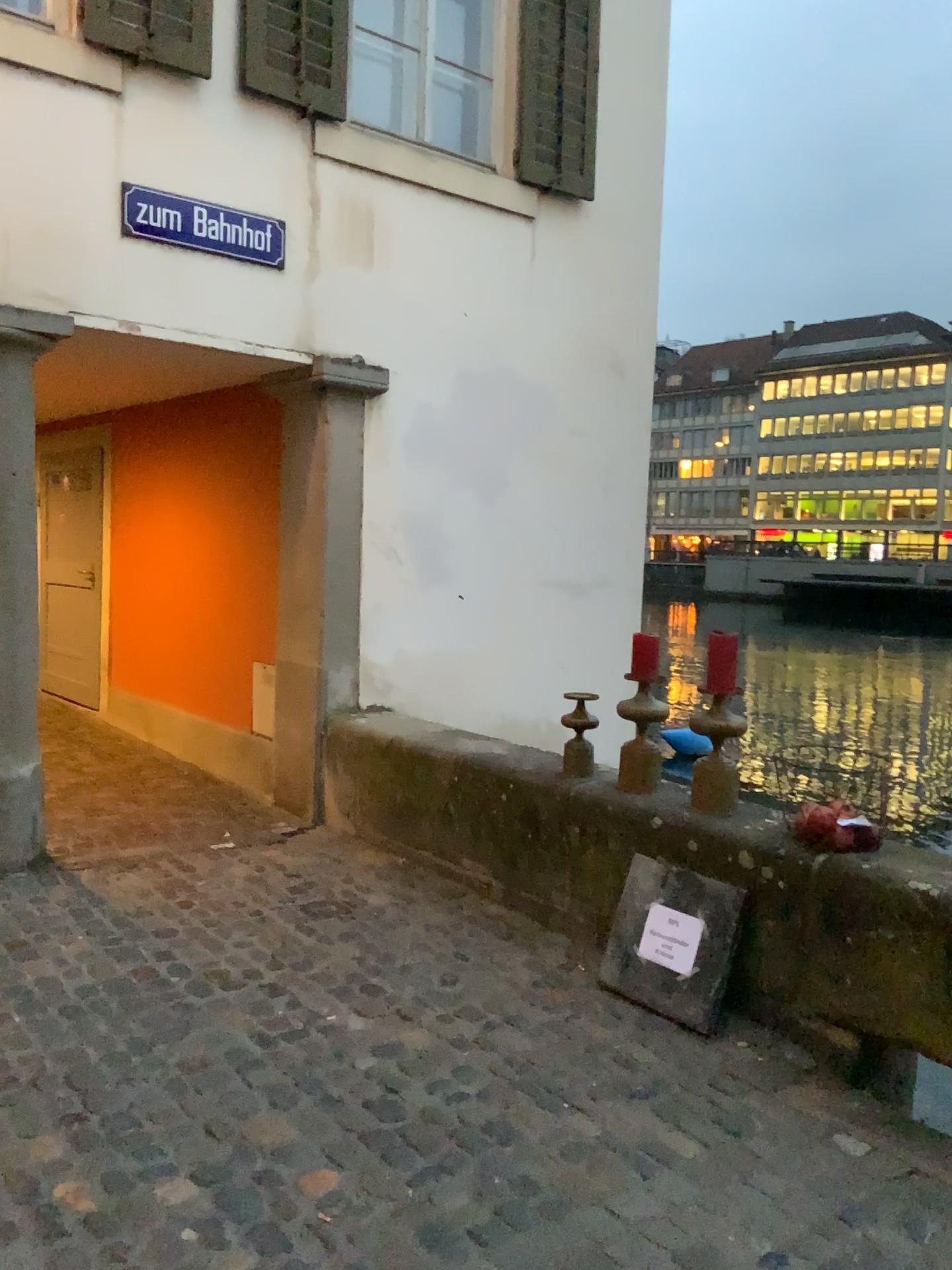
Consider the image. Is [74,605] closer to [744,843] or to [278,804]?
[278,804]

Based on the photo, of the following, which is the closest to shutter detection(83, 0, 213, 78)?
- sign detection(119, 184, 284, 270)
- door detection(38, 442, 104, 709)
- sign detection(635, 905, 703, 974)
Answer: sign detection(119, 184, 284, 270)

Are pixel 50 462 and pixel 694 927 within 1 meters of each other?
no

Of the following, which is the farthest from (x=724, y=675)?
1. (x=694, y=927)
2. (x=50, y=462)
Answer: (x=50, y=462)

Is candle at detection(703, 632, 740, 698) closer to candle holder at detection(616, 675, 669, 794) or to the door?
candle holder at detection(616, 675, 669, 794)

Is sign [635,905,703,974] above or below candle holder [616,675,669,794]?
below

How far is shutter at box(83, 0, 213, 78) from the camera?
4.15m

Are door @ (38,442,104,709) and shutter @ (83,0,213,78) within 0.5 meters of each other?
no

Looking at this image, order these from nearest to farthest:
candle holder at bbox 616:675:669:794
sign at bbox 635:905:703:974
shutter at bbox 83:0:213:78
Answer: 1. sign at bbox 635:905:703:974
2. candle holder at bbox 616:675:669:794
3. shutter at bbox 83:0:213:78

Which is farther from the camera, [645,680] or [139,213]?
[139,213]
